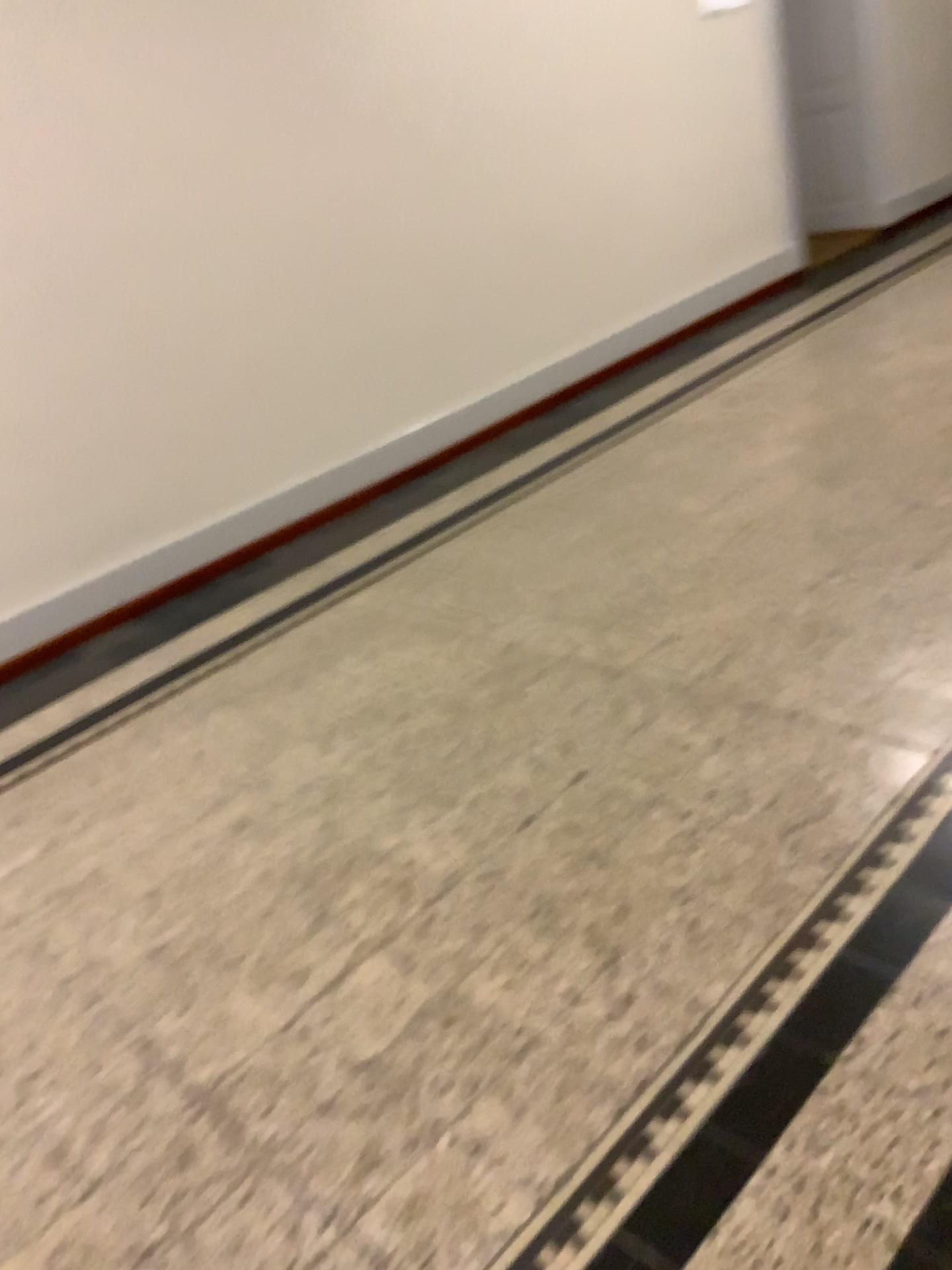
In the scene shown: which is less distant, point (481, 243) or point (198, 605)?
point (198, 605)
